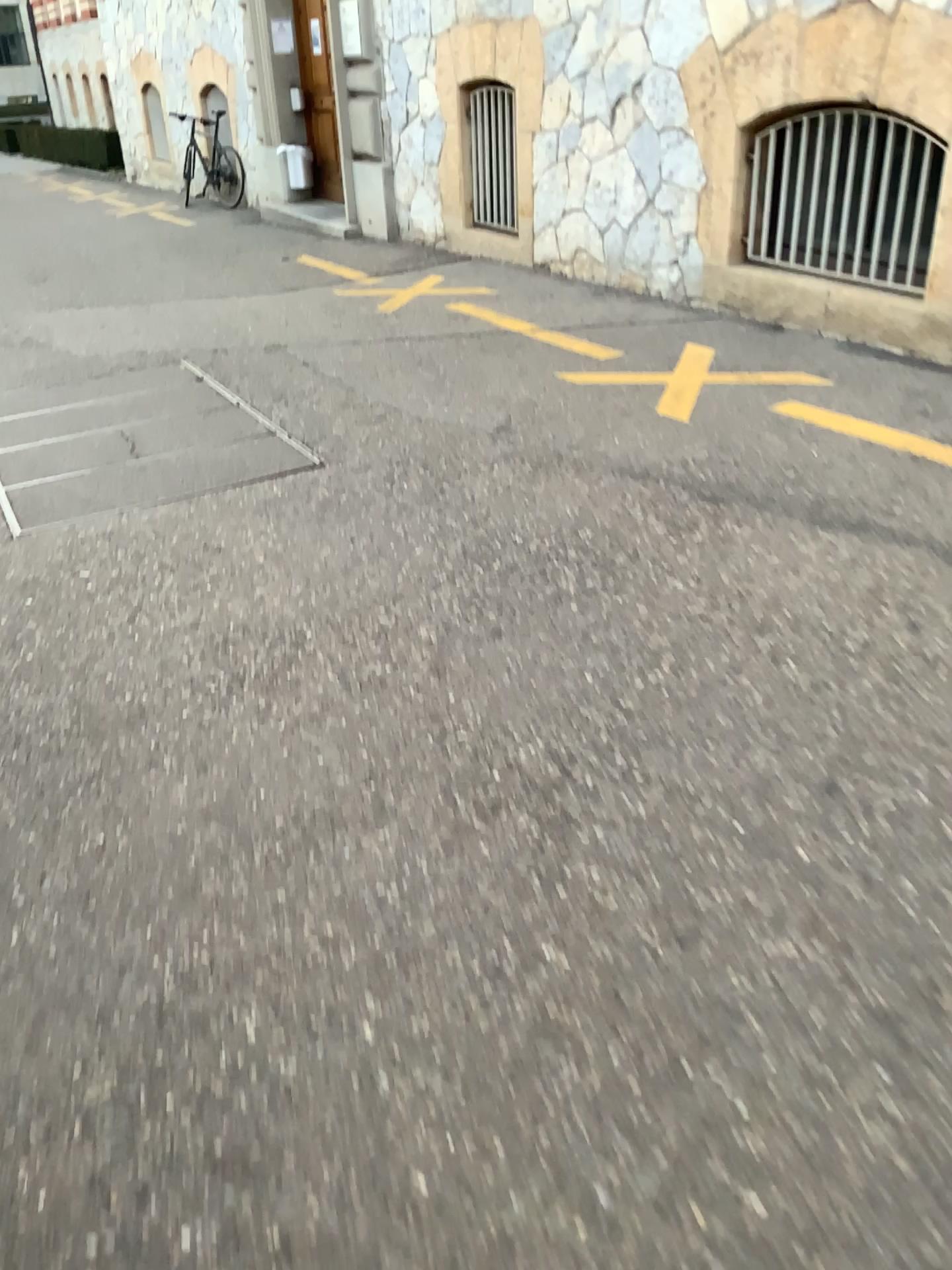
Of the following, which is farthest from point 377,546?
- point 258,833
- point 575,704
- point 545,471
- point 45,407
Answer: point 45,407
